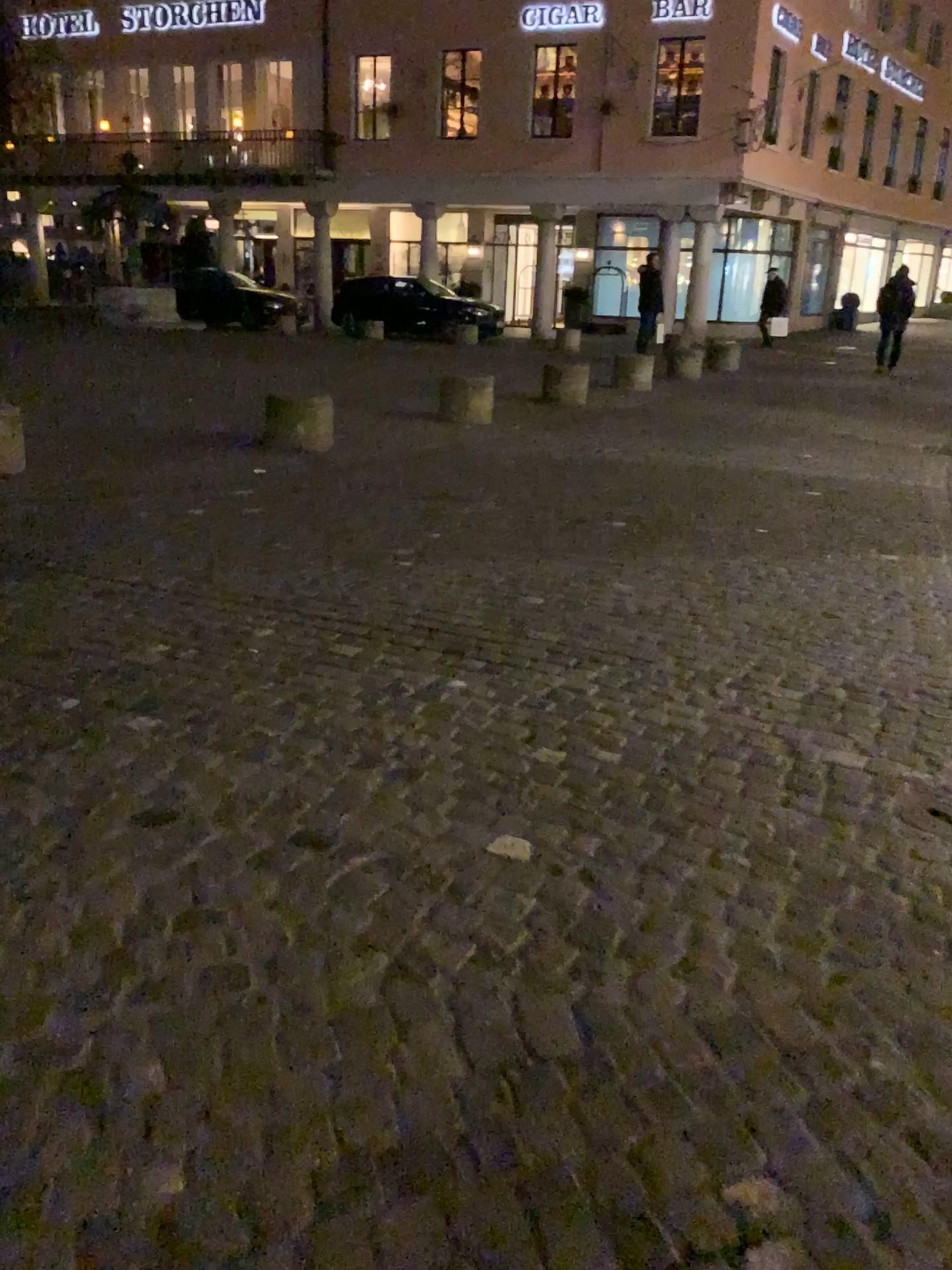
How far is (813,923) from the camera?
2.14m
